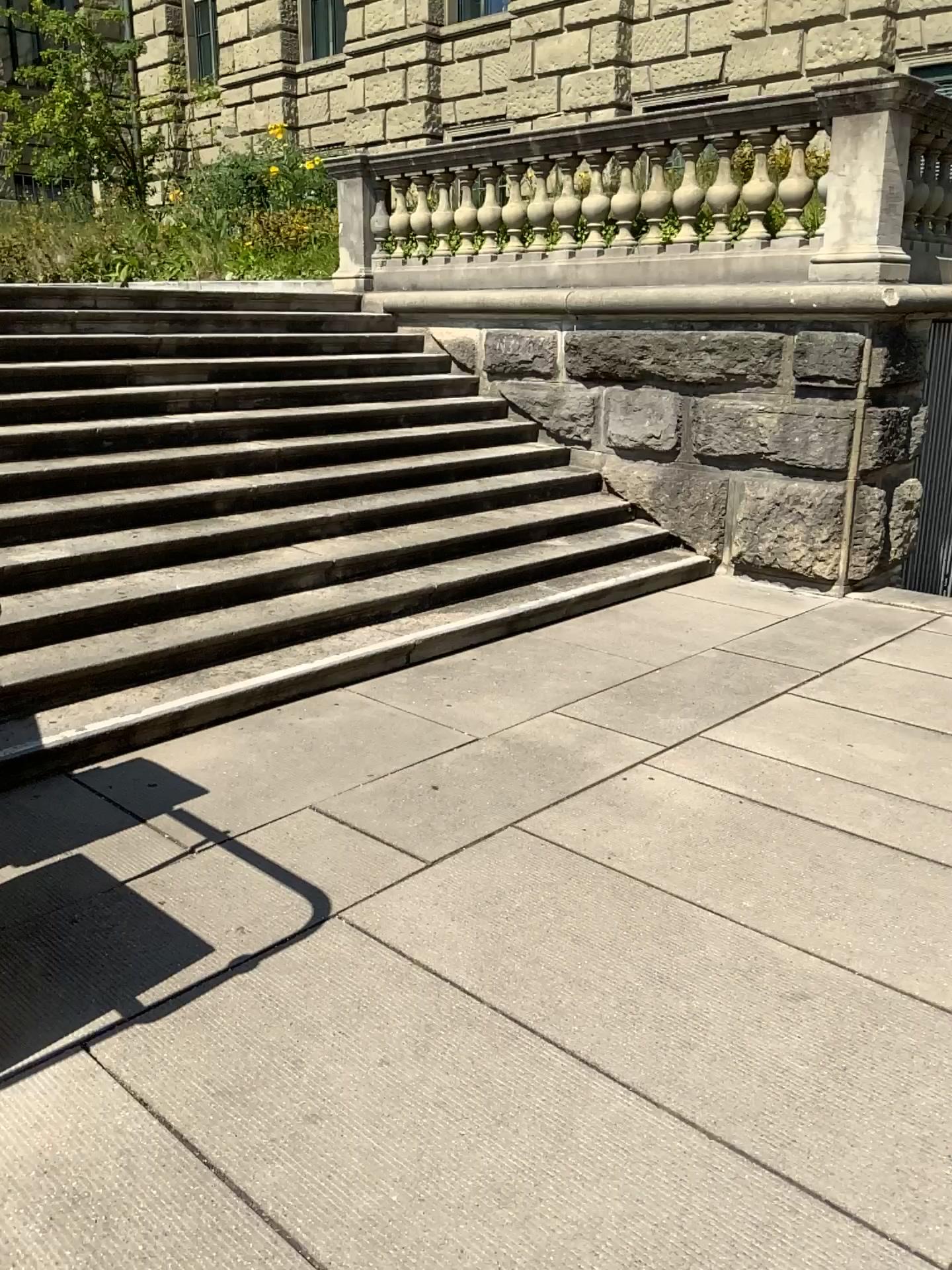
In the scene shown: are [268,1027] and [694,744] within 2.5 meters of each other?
yes
